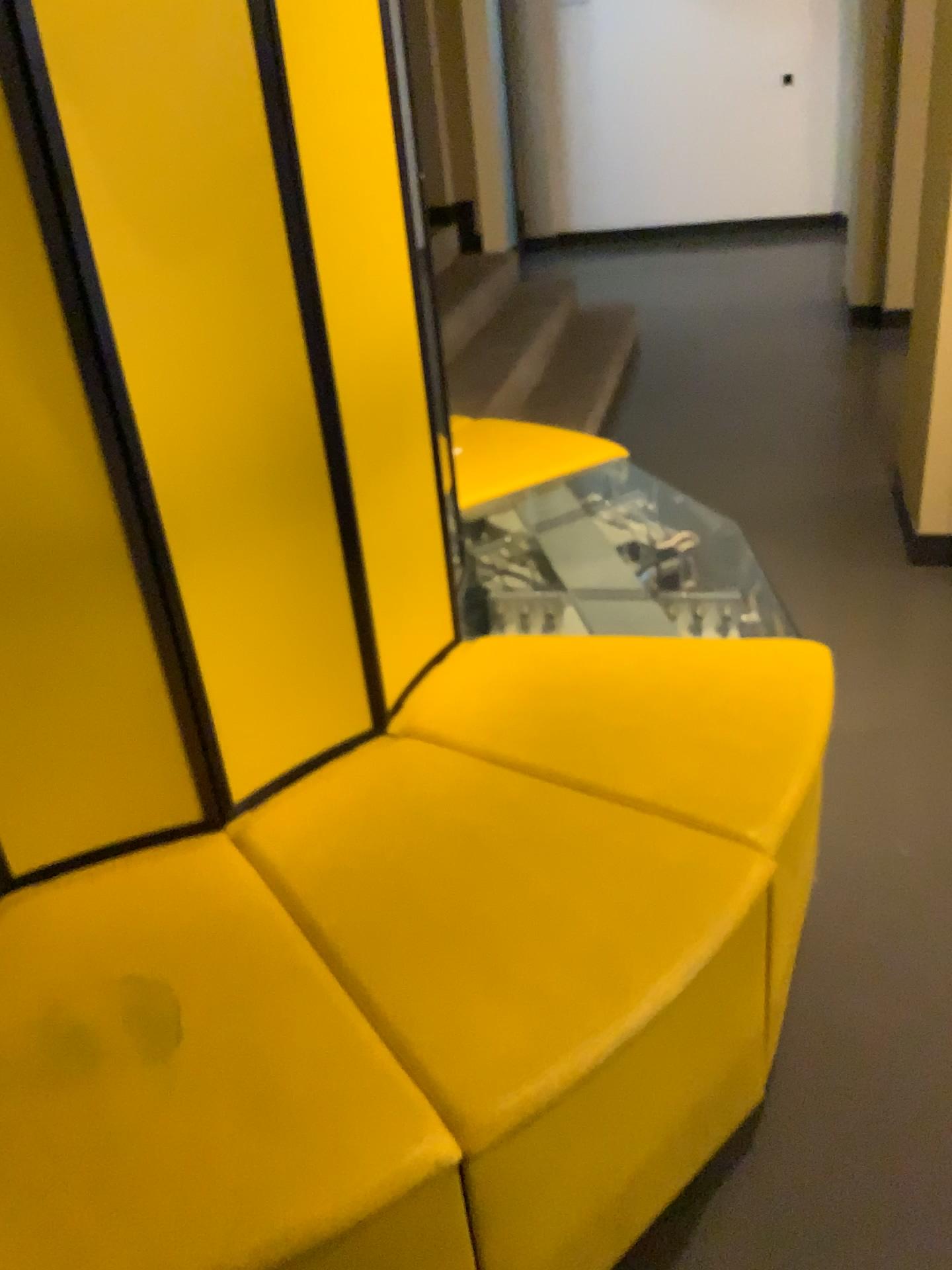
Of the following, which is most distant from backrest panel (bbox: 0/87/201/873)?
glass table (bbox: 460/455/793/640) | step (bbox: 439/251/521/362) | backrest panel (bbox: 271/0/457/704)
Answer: Result: step (bbox: 439/251/521/362)

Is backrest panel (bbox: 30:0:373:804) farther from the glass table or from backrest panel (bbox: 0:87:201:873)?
the glass table

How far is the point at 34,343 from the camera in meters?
1.1 m

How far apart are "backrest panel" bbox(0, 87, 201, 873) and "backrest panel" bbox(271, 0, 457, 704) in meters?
0.3 m

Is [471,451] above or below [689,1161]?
above

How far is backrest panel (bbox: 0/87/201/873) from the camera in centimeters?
111cm

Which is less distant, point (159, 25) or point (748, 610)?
point (159, 25)

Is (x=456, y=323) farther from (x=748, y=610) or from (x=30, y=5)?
(x=30, y=5)

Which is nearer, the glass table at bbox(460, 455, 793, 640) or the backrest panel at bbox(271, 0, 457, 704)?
the backrest panel at bbox(271, 0, 457, 704)

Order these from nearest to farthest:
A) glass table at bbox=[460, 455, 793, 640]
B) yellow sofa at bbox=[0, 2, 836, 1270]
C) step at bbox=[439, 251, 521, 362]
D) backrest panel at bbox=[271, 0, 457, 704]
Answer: yellow sofa at bbox=[0, 2, 836, 1270], backrest panel at bbox=[271, 0, 457, 704], glass table at bbox=[460, 455, 793, 640], step at bbox=[439, 251, 521, 362]
